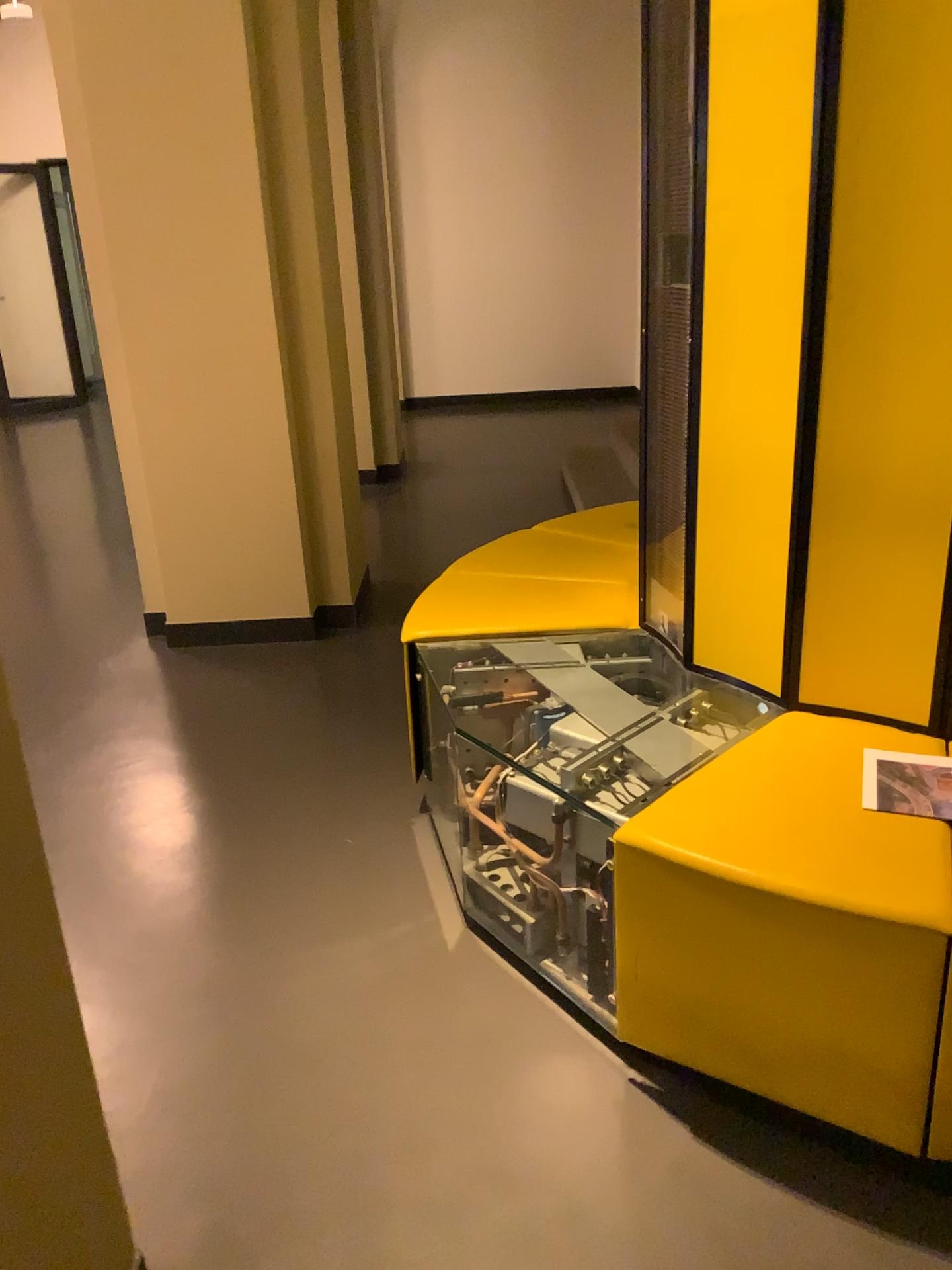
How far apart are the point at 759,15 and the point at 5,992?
1.9m

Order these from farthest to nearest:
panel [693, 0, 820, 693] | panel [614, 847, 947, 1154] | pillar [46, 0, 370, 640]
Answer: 1. pillar [46, 0, 370, 640]
2. panel [693, 0, 820, 693]
3. panel [614, 847, 947, 1154]

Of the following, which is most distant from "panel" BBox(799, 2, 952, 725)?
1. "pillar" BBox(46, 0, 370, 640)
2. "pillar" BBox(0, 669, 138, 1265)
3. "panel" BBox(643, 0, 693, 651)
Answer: "pillar" BBox(46, 0, 370, 640)

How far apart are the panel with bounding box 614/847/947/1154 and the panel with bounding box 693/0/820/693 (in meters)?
0.60

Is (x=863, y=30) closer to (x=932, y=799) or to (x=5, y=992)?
(x=932, y=799)

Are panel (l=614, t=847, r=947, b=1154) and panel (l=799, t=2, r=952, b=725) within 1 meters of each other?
yes

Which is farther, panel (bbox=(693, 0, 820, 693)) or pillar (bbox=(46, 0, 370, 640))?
pillar (bbox=(46, 0, 370, 640))

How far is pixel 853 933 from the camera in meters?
1.5 m

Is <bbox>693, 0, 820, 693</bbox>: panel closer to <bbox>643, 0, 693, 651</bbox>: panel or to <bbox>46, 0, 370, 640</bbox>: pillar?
<bbox>643, 0, 693, 651</bbox>: panel

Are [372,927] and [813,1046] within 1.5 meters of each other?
yes
